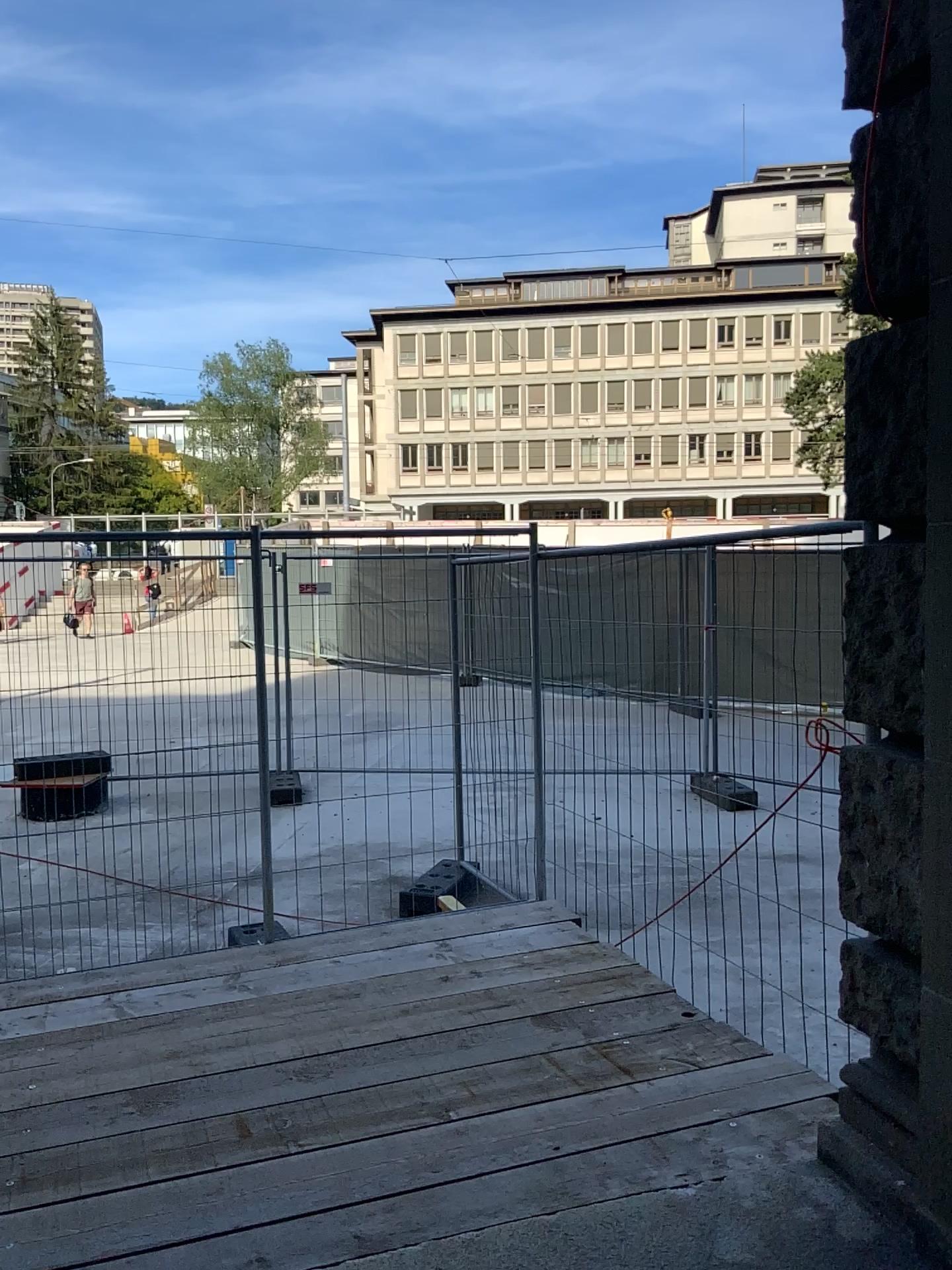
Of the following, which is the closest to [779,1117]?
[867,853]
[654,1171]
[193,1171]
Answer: [654,1171]
